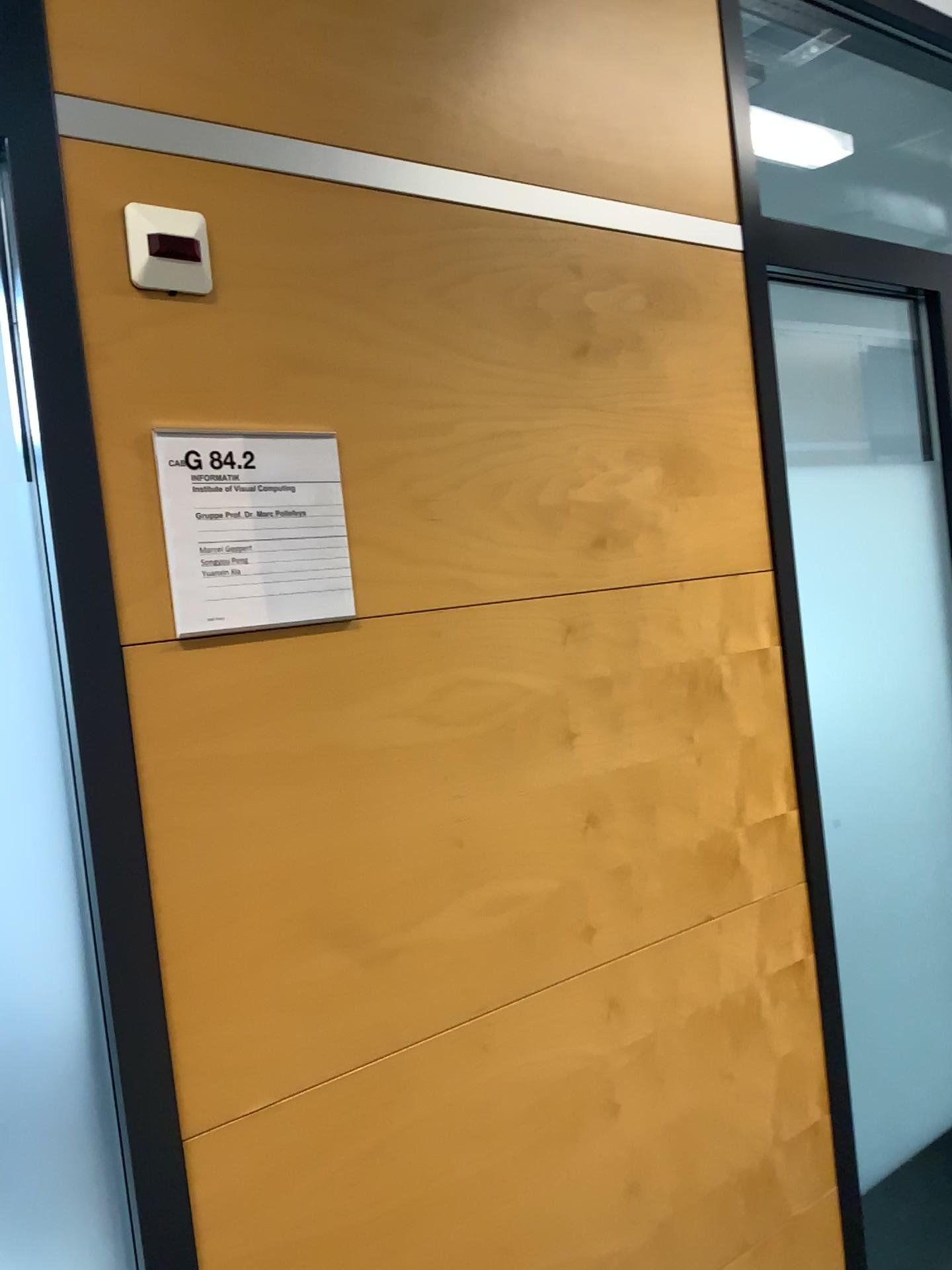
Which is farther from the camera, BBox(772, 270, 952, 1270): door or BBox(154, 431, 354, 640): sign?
BBox(772, 270, 952, 1270): door

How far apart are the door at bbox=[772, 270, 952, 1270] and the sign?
1.0 meters

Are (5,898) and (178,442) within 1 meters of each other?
Answer: yes

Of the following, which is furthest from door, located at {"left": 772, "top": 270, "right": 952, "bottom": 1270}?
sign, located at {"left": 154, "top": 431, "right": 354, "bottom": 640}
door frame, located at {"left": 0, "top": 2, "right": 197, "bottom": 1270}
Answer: door frame, located at {"left": 0, "top": 2, "right": 197, "bottom": 1270}

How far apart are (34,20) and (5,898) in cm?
84

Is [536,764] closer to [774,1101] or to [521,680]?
[521,680]

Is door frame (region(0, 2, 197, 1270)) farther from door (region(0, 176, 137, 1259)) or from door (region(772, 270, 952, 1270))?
door (region(772, 270, 952, 1270))

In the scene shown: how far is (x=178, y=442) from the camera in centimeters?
109cm

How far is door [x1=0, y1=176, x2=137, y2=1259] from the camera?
0.99m

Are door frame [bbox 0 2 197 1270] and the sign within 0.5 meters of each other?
yes
